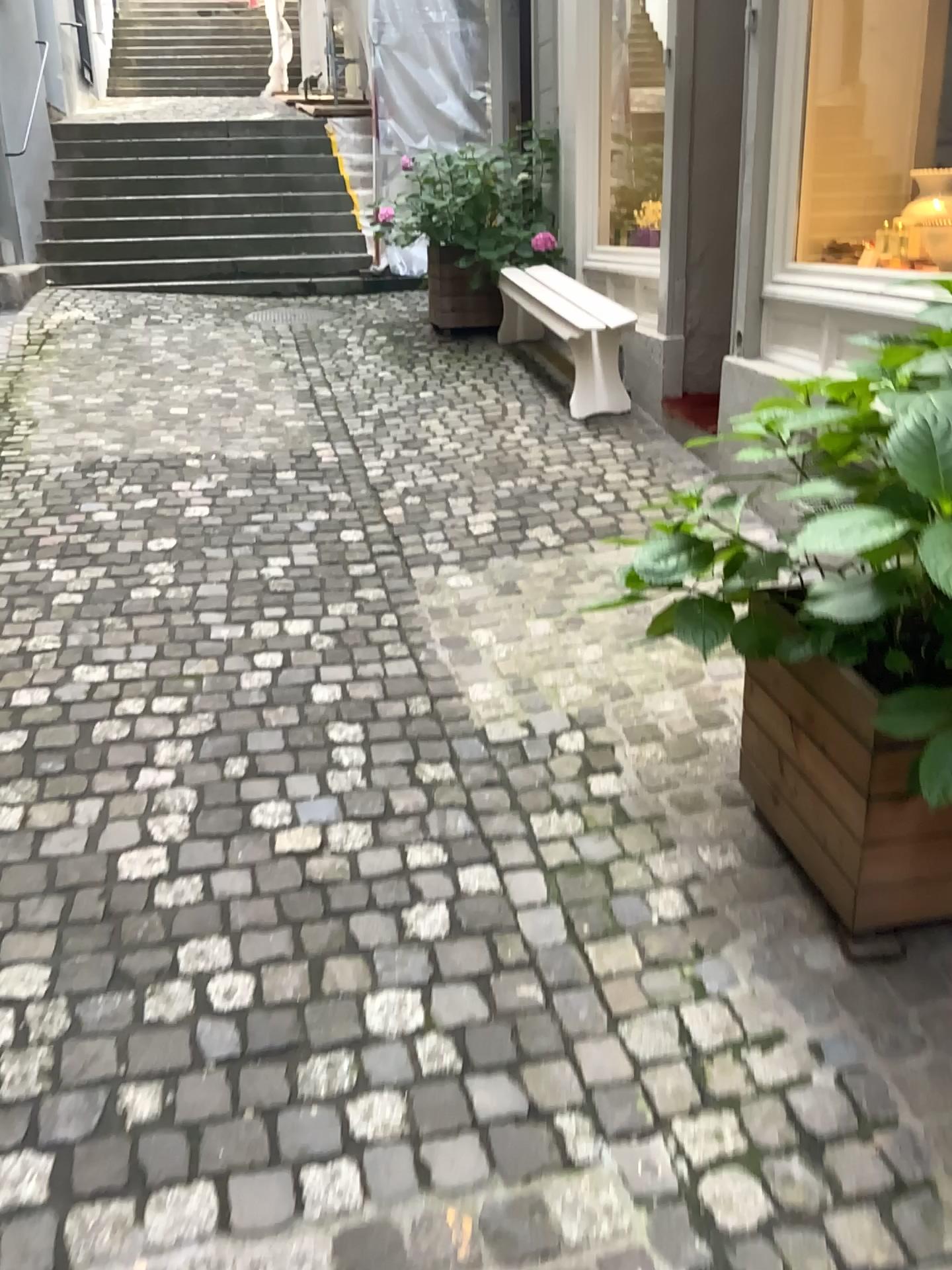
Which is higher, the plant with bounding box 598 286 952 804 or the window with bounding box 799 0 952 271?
the window with bounding box 799 0 952 271

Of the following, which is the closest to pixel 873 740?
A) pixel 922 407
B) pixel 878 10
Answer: pixel 922 407

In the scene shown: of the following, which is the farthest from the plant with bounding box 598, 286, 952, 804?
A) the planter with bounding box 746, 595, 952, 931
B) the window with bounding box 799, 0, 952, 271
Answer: the window with bounding box 799, 0, 952, 271

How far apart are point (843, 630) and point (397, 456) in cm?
310

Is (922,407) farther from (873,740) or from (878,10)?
(878,10)

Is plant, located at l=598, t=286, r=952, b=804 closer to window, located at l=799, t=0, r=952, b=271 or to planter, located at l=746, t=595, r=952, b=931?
planter, located at l=746, t=595, r=952, b=931

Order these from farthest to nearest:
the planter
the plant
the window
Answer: the window → the planter → the plant

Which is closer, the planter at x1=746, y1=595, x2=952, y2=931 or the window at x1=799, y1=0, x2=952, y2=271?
the planter at x1=746, y1=595, x2=952, y2=931

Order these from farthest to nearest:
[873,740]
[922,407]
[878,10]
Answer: [878,10]
[873,740]
[922,407]

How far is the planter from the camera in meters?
1.8
